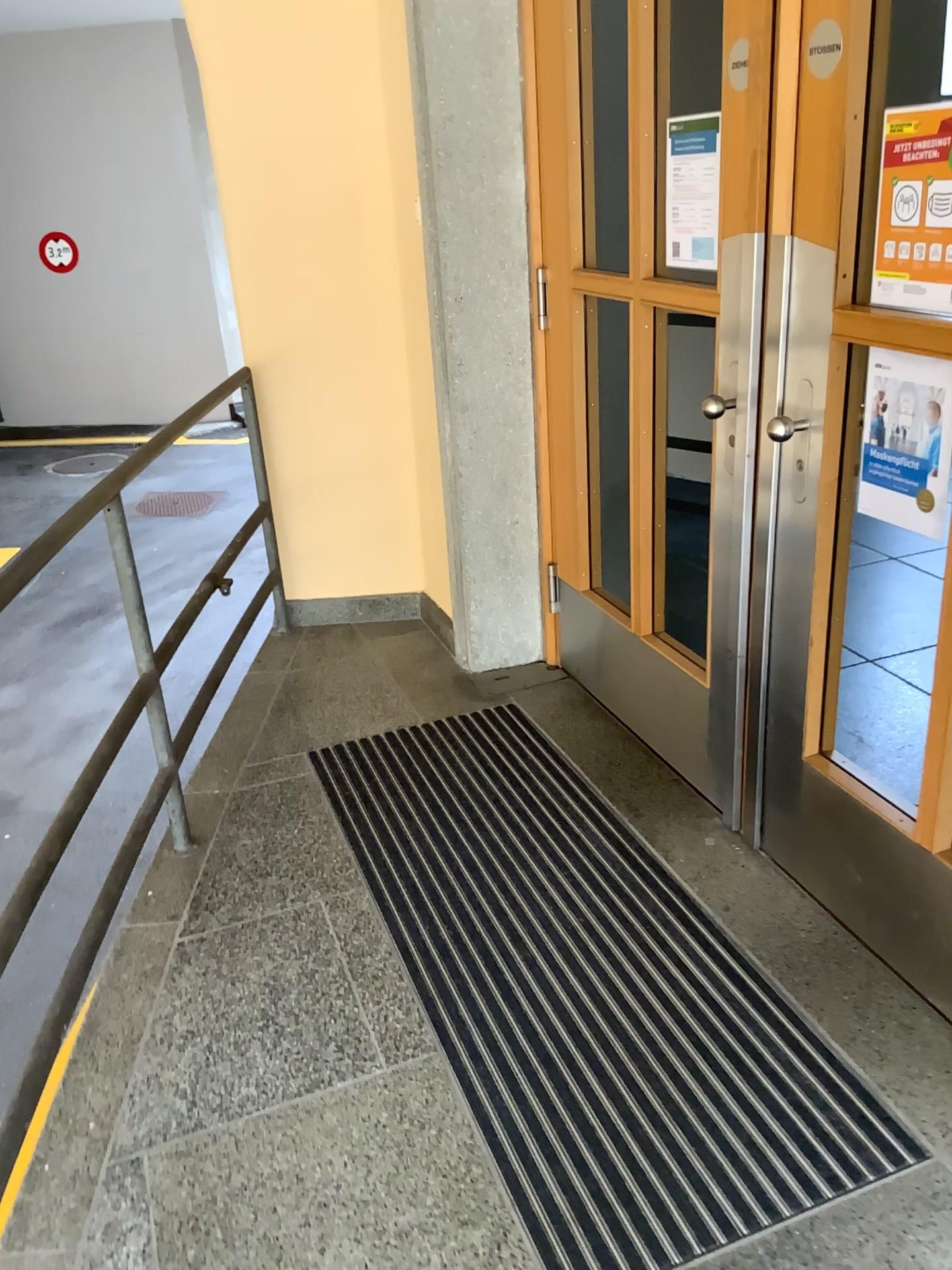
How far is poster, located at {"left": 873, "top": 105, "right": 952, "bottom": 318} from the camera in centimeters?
165cm

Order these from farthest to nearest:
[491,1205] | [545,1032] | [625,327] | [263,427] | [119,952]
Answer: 1. [263,427]
2. [625,327]
3. [119,952]
4. [545,1032]
5. [491,1205]

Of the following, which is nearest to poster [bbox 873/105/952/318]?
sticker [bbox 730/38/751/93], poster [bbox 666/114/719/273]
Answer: sticker [bbox 730/38/751/93]

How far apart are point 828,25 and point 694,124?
0.7m

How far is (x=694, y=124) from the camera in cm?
237

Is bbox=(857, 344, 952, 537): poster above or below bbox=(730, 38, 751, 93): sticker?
below

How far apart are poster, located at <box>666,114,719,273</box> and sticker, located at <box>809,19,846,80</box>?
0.58m

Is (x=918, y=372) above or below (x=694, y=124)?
below

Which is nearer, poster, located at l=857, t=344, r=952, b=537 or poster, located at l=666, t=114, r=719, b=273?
poster, located at l=857, t=344, r=952, b=537

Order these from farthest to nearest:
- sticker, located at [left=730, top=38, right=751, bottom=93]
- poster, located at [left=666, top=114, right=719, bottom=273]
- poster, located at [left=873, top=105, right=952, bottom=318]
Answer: poster, located at [left=666, top=114, right=719, bottom=273]
sticker, located at [left=730, top=38, right=751, bottom=93]
poster, located at [left=873, top=105, right=952, bottom=318]
